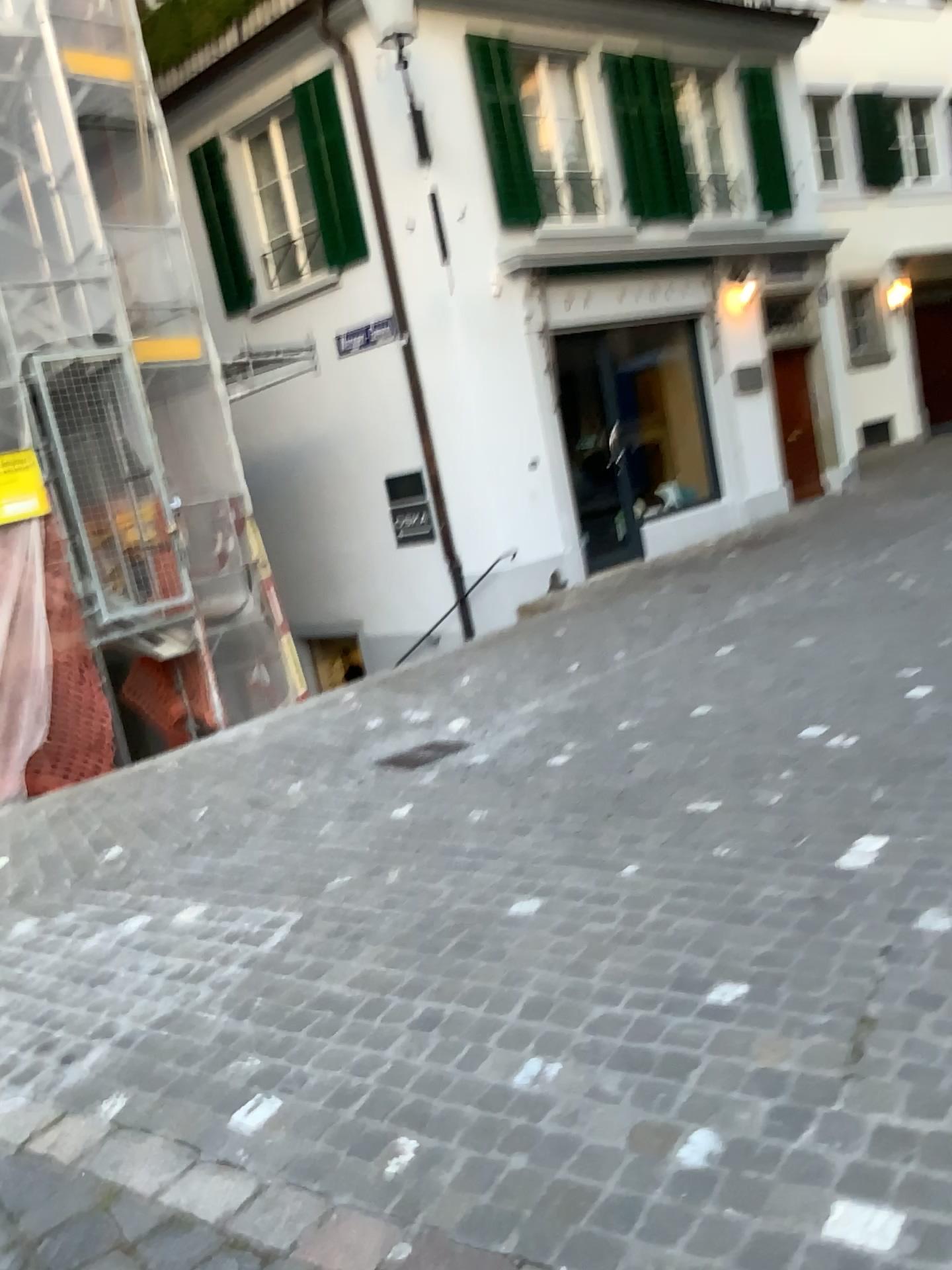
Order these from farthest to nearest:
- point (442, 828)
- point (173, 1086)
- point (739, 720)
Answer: point (739, 720) < point (442, 828) < point (173, 1086)
